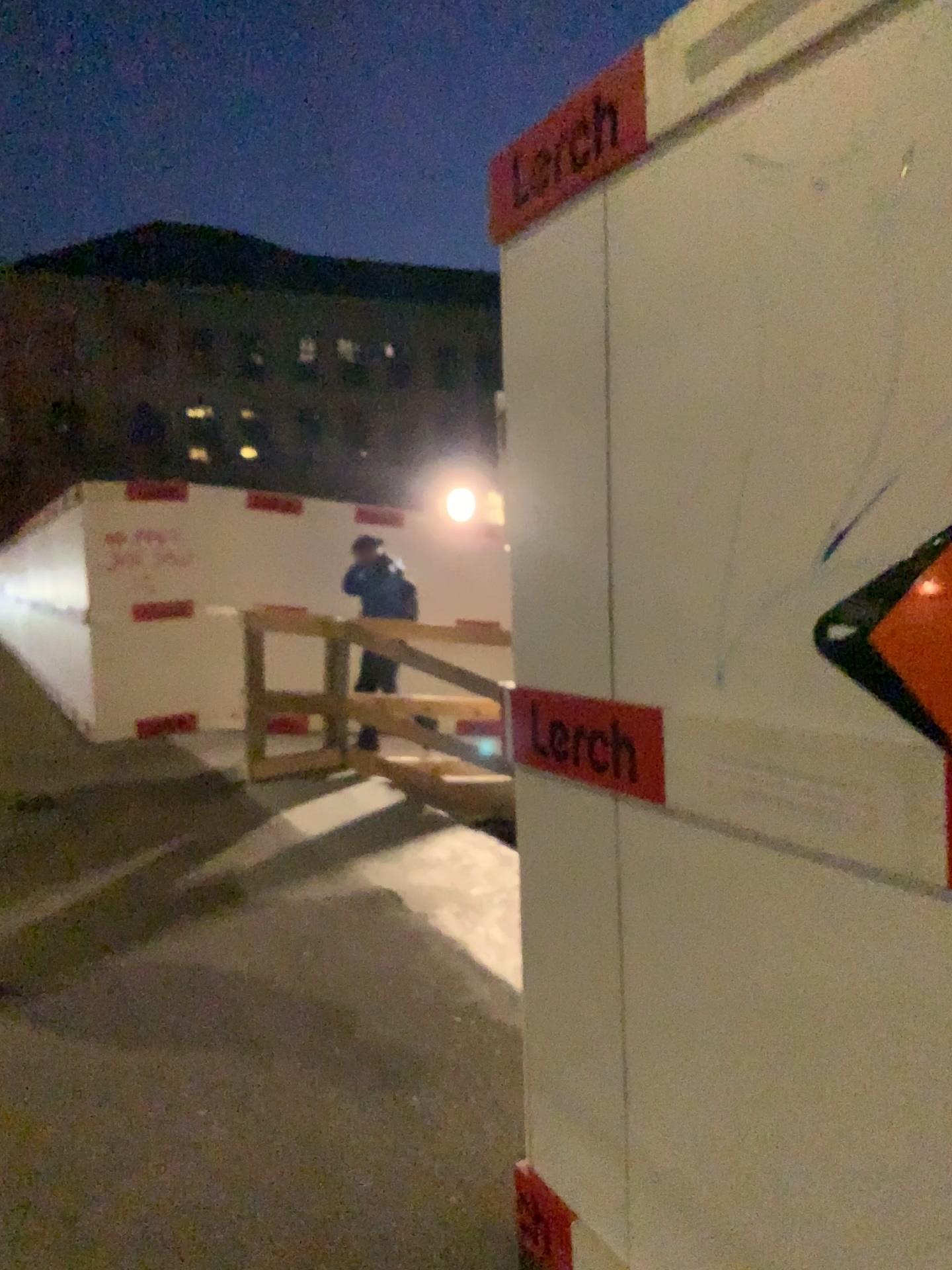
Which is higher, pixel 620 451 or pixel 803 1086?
pixel 620 451

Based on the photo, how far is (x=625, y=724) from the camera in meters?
1.0 m

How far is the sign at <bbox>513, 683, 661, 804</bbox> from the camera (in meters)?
1.04
